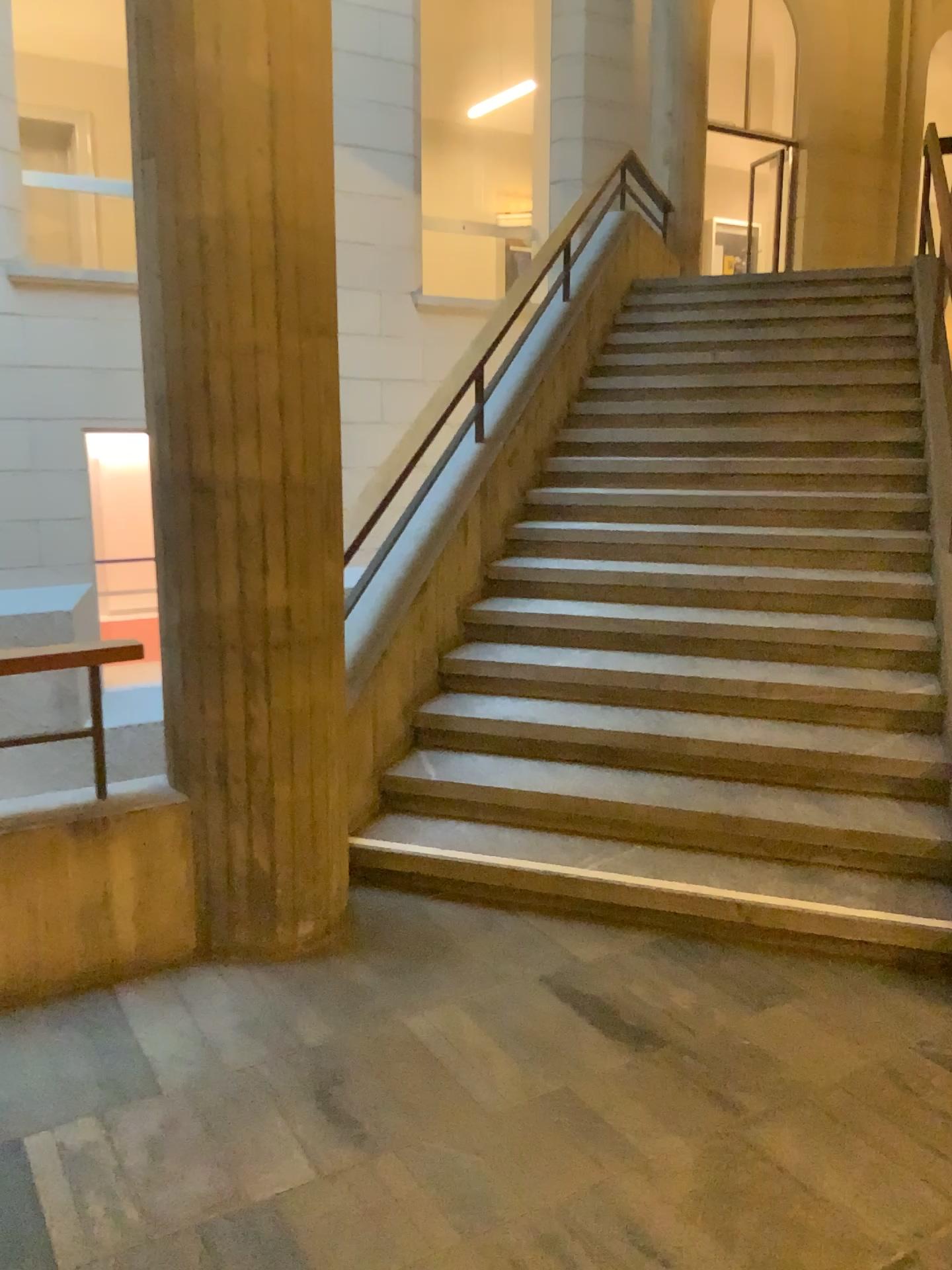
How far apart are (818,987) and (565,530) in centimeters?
263cm
